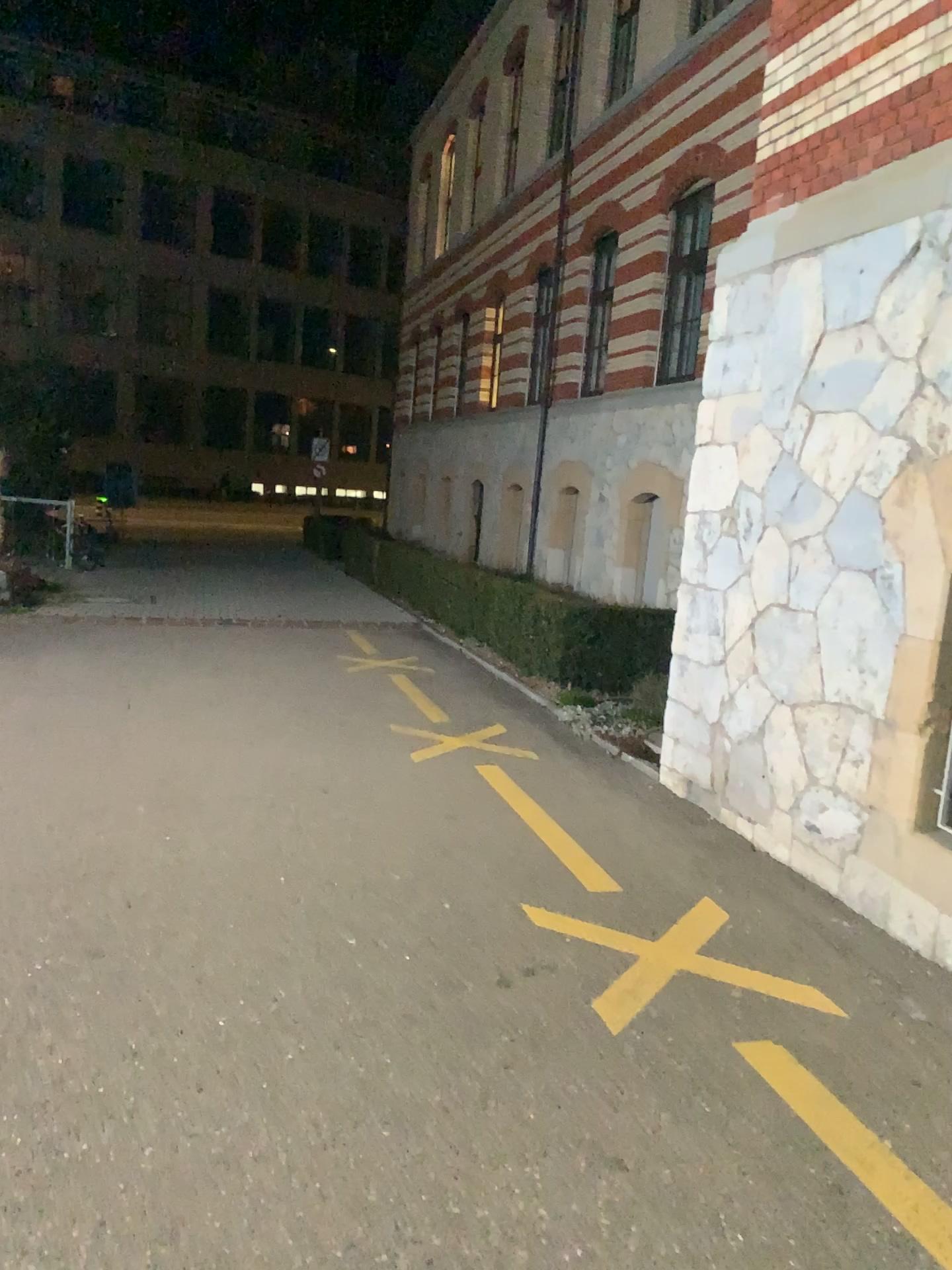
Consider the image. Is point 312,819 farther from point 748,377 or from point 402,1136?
point 748,377
